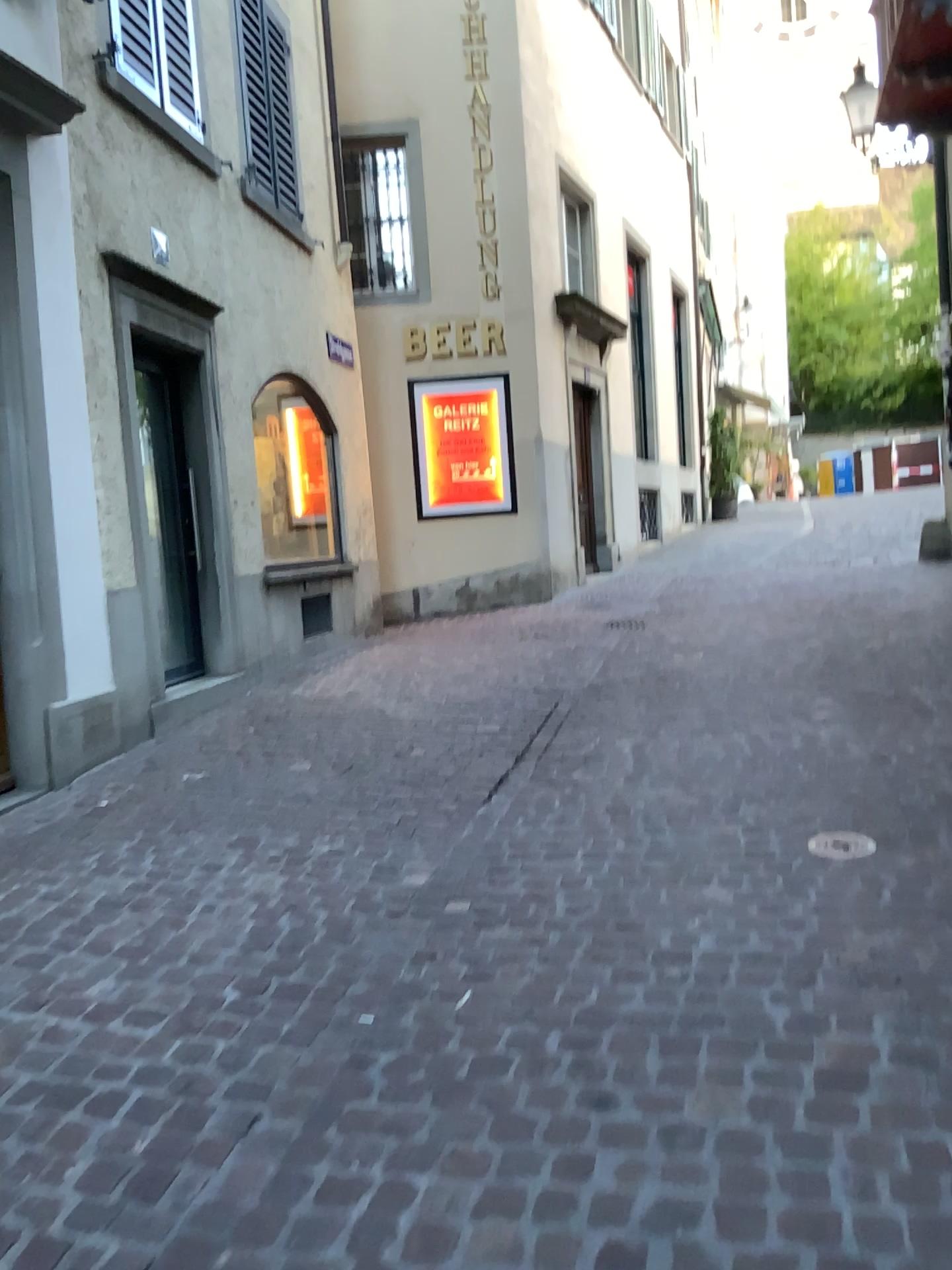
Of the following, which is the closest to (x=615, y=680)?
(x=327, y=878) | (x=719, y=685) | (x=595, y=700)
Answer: (x=595, y=700)
